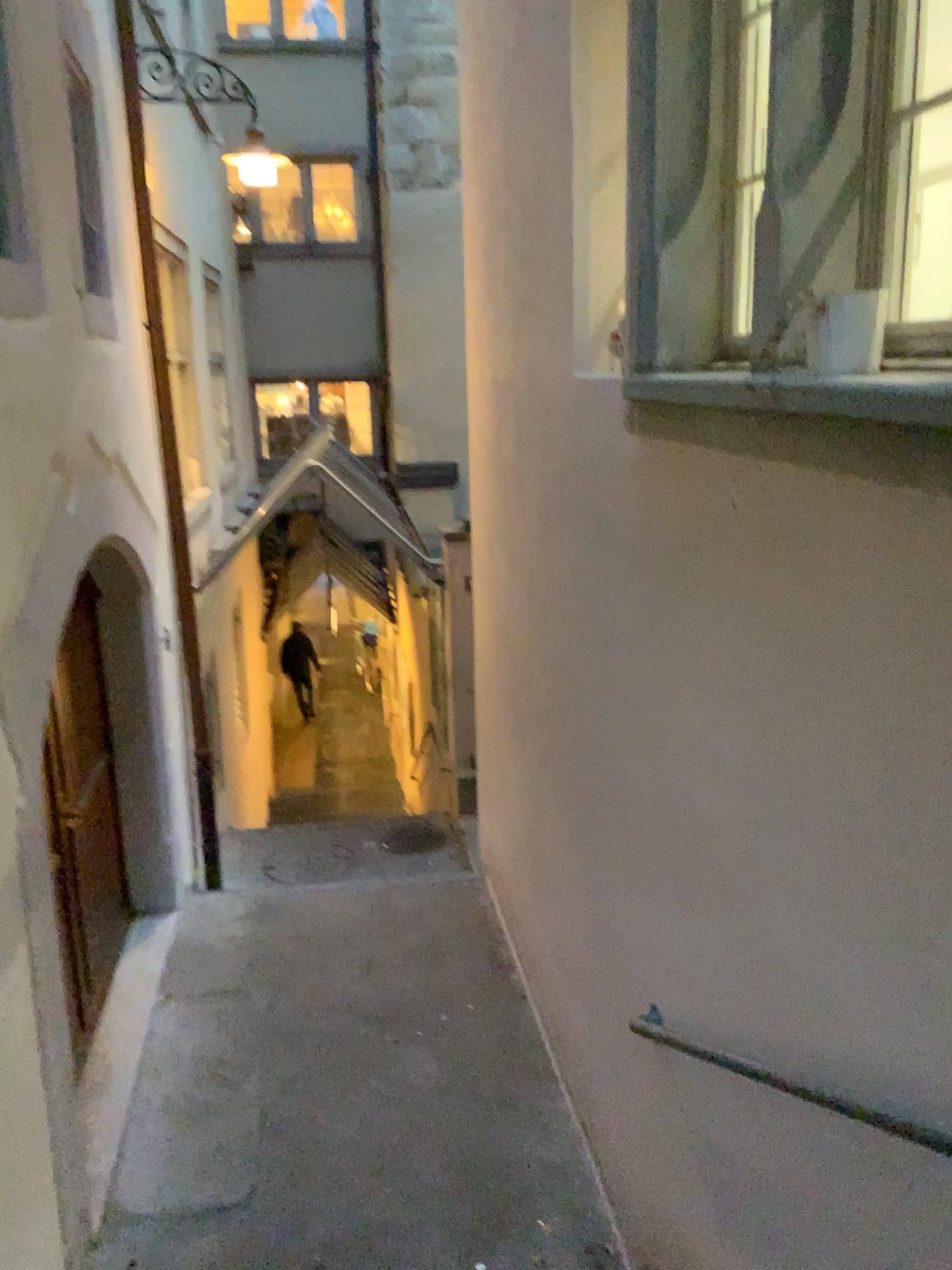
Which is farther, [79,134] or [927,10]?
[79,134]

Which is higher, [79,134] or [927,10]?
[79,134]

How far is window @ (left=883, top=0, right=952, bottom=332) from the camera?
1.83m

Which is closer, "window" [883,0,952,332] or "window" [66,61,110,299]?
"window" [883,0,952,332]

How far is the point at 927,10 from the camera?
1.8m

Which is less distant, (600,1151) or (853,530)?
(853,530)
